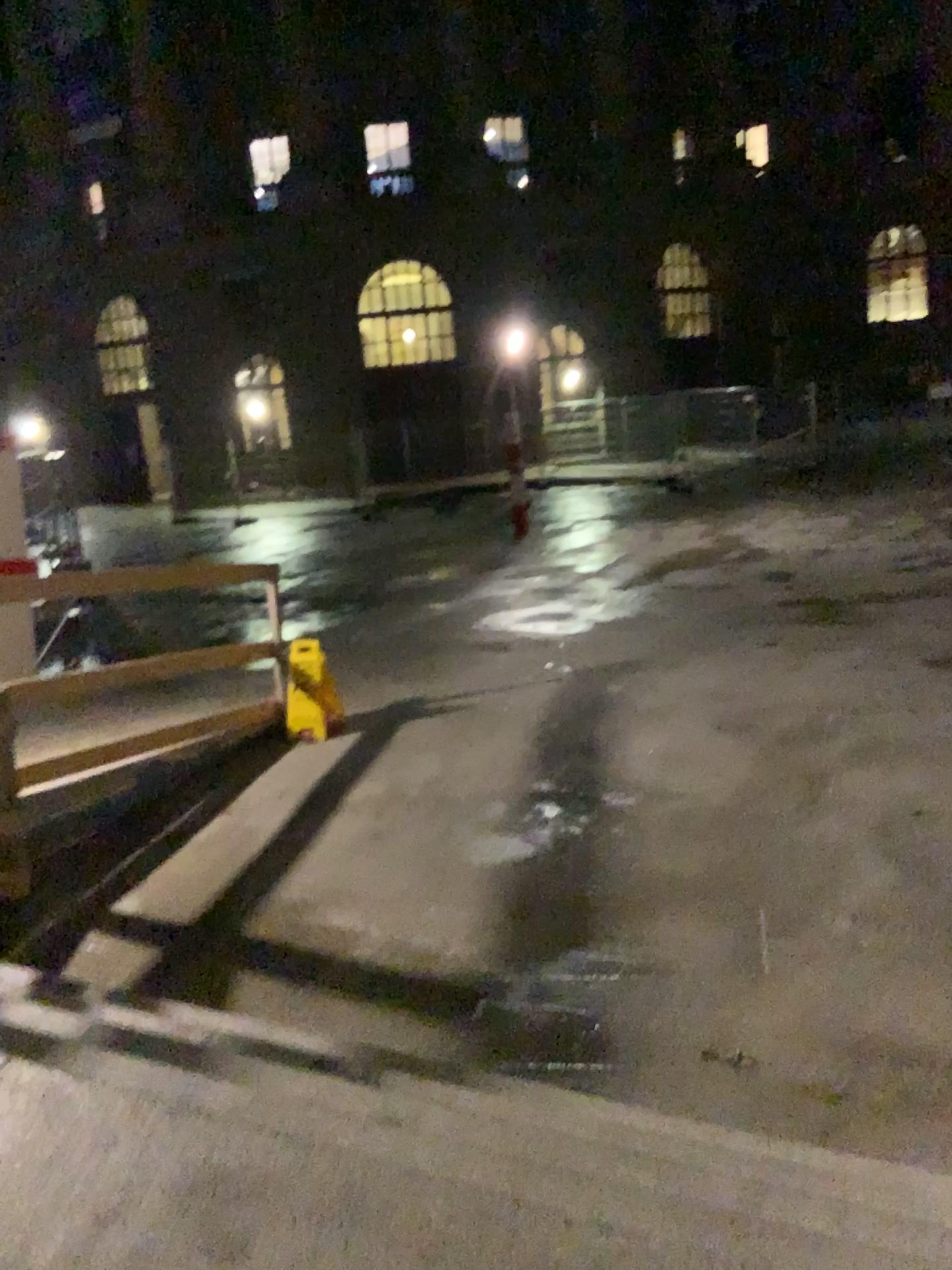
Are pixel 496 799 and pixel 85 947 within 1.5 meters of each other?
no
